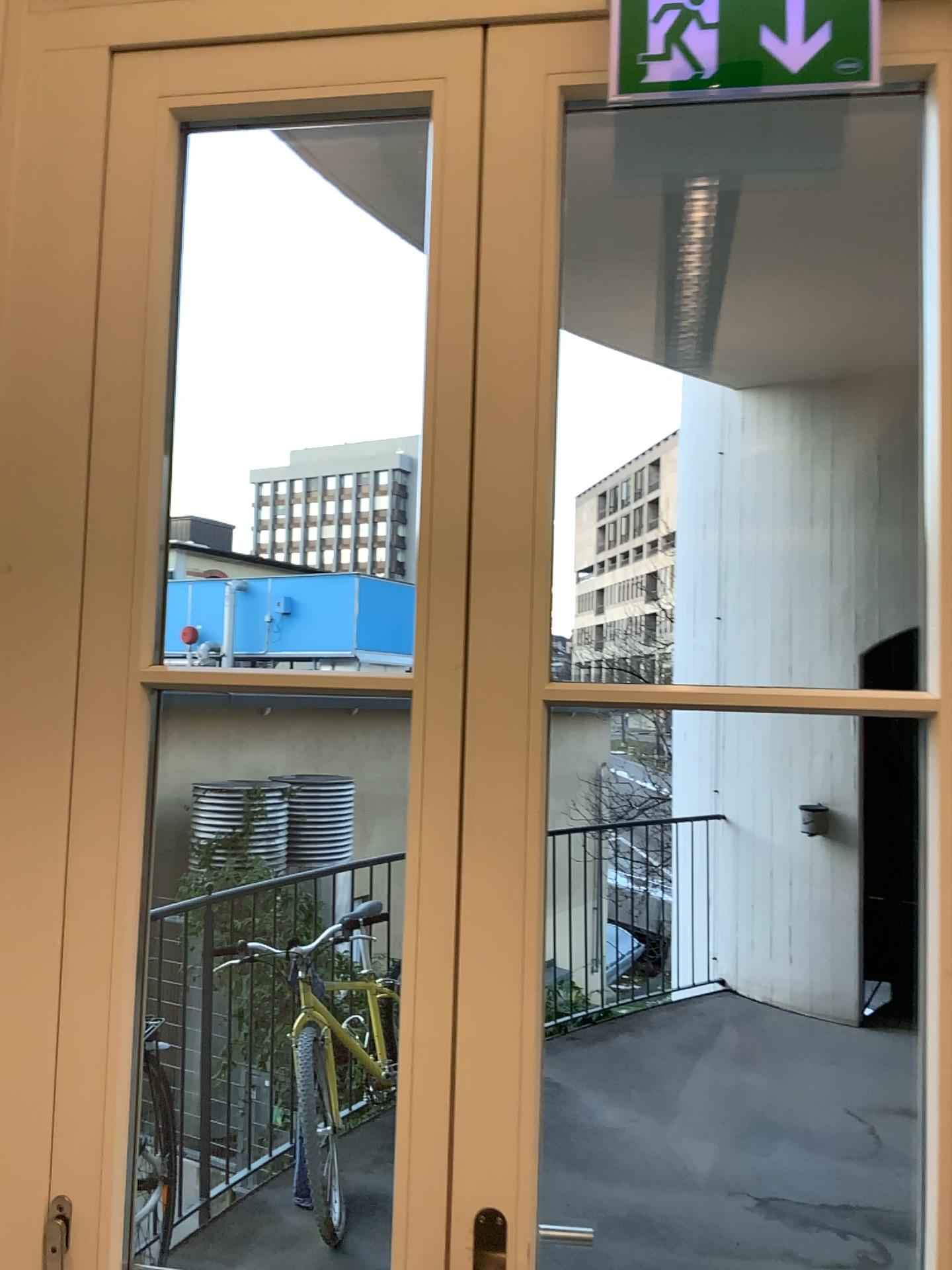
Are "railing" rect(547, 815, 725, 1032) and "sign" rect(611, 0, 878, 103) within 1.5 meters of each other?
no

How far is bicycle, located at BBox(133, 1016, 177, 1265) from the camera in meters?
2.1

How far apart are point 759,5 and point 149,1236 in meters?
2.3

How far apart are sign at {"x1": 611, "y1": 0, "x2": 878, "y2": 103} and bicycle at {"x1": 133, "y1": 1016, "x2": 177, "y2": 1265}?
1.9 meters

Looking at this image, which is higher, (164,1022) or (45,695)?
(45,695)

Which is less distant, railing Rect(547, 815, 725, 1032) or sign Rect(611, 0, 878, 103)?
sign Rect(611, 0, 878, 103)

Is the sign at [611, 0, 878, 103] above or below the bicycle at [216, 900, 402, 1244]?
above

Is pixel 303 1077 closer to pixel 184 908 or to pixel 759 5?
pixel 184 908

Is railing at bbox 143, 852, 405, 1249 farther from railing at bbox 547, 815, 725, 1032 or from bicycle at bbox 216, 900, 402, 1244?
railing at bbox 547, 815, 725, 1032

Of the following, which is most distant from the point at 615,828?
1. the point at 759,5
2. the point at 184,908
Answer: the point at 759,5
